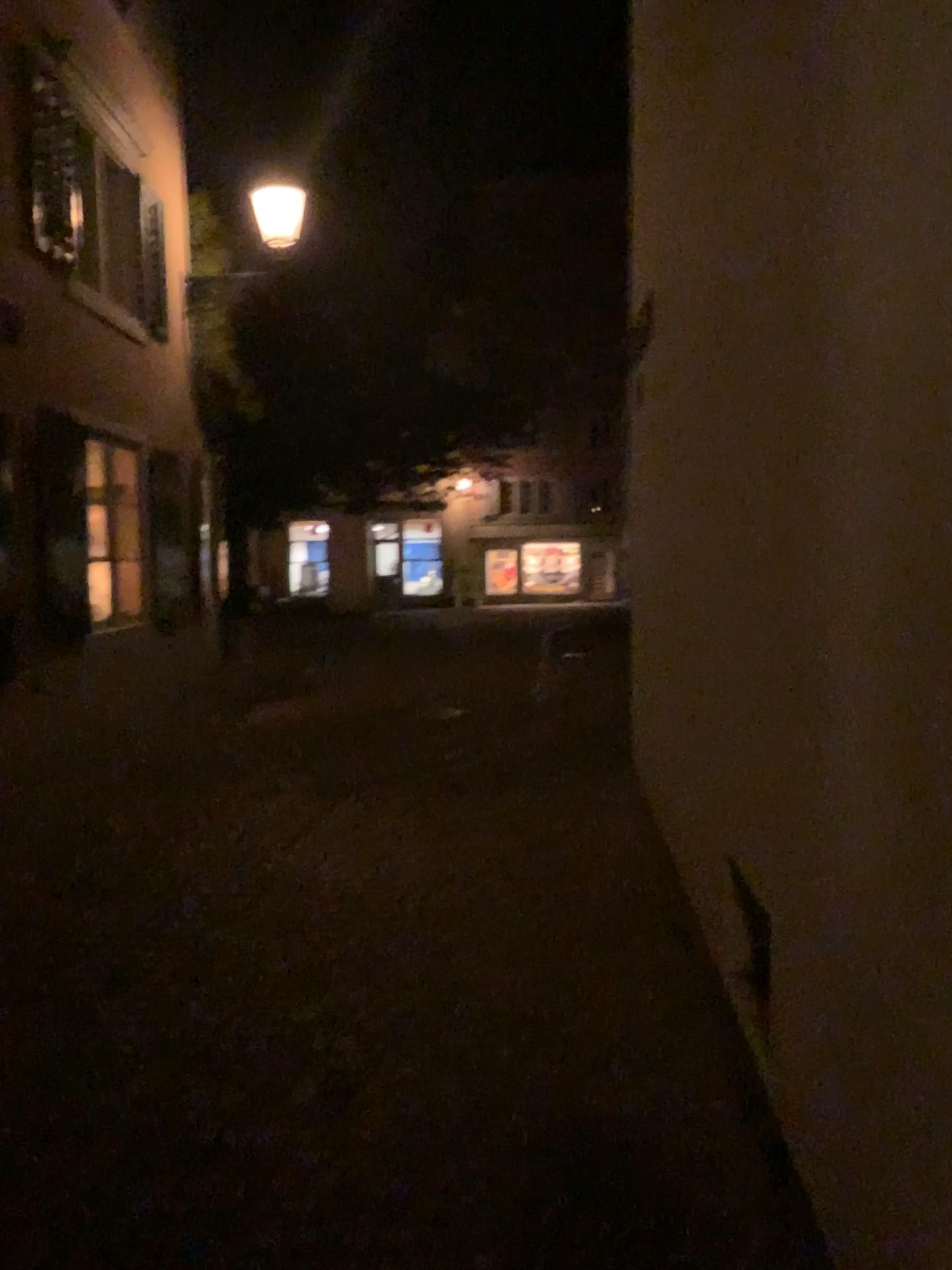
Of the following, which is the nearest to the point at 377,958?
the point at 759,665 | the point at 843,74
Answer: the point at 759,665
